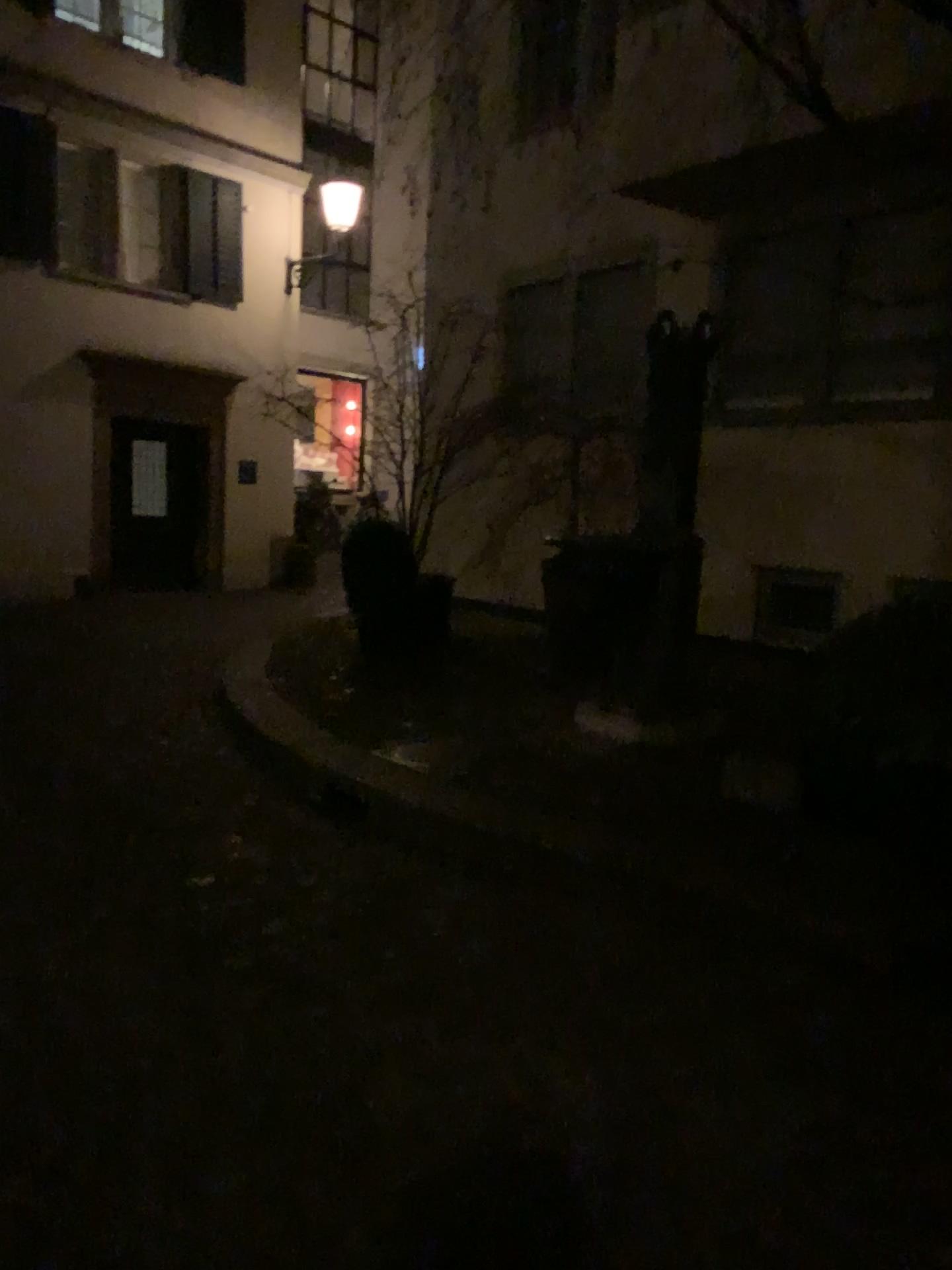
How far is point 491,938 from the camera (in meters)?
3.26
